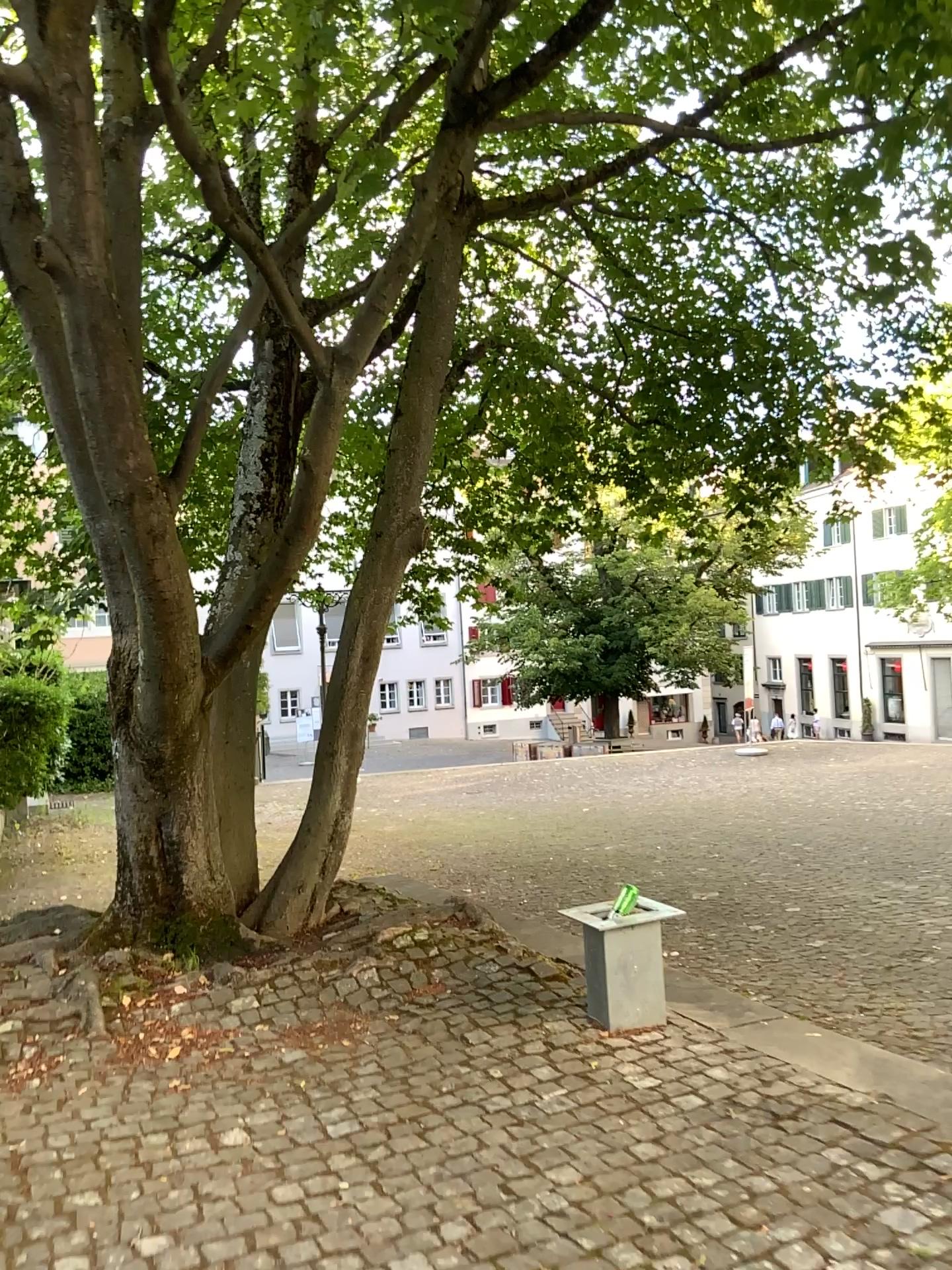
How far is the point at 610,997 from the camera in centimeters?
384cm

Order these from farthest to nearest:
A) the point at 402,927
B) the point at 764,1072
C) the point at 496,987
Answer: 1. the point at 402,927
2. the point at 496,987
3. the point at 764,1072

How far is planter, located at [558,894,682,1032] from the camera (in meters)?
3.84
